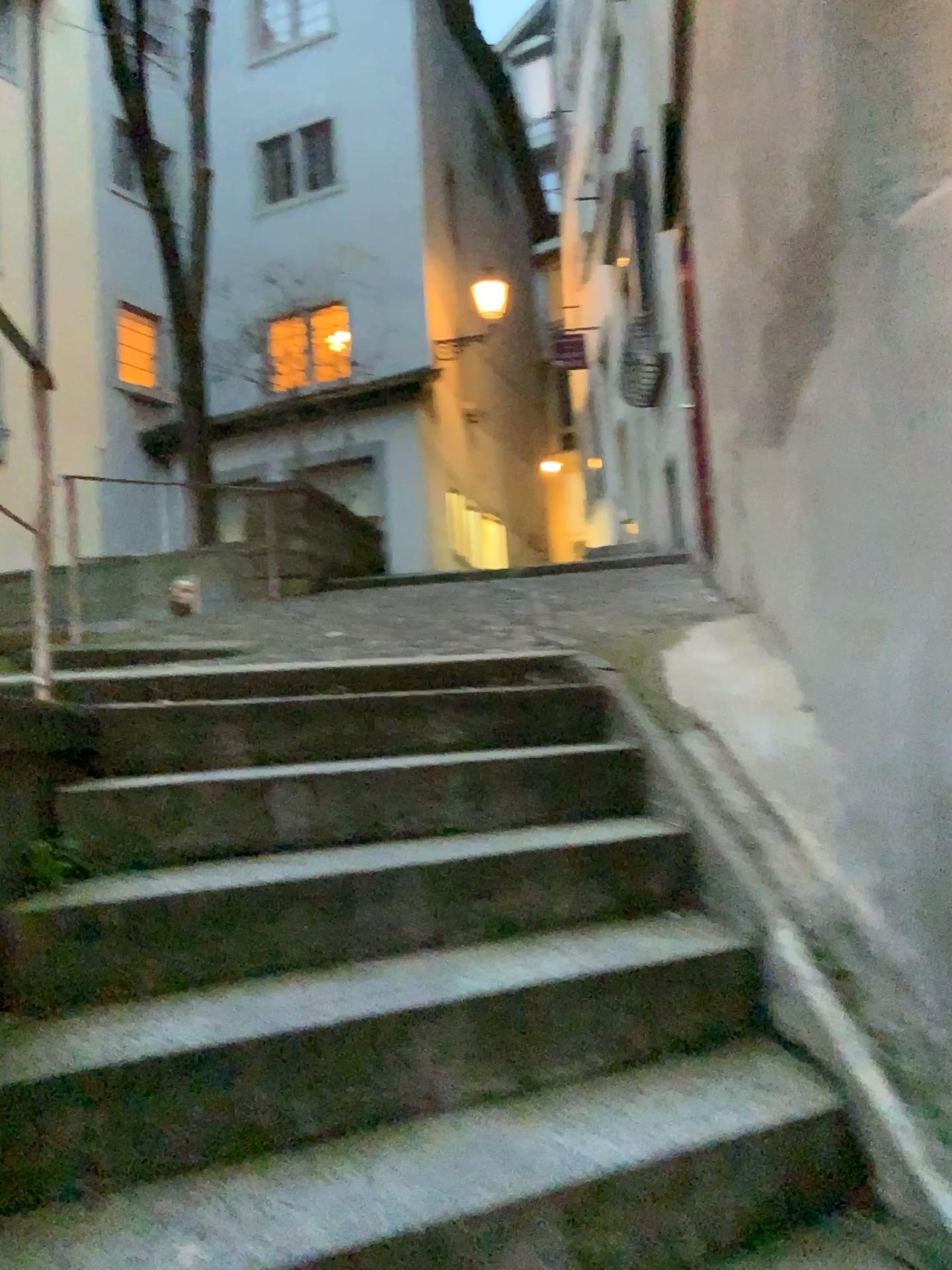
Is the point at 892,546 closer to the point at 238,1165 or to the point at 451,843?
the point at 451,843
